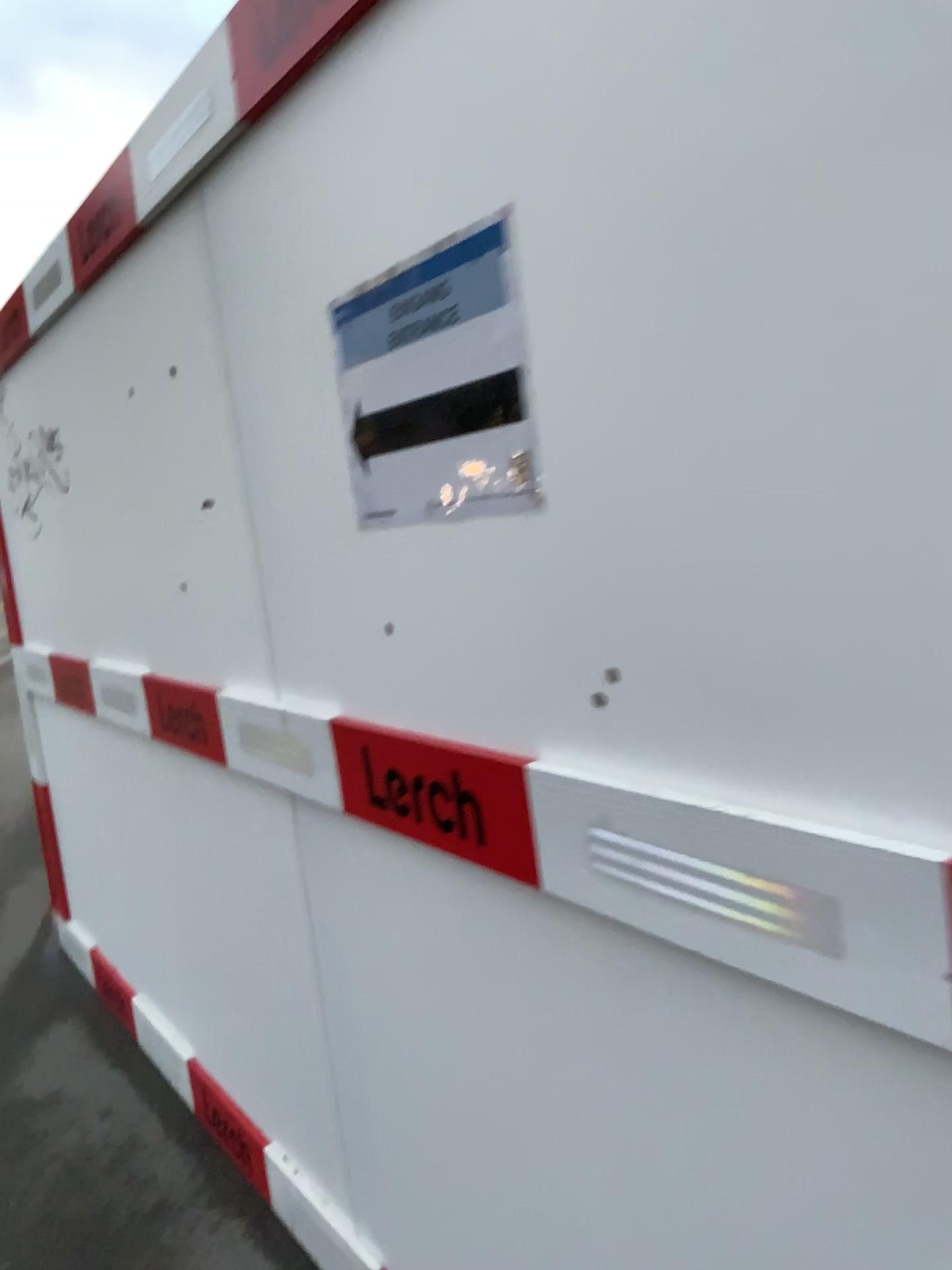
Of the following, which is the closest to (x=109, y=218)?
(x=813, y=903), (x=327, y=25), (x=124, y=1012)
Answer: (x=327, y=25)

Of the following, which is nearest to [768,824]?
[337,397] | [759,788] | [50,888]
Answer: [759,788]

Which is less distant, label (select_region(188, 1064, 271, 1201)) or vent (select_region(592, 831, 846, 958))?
vent (select_region(592, 831, 846, 958))

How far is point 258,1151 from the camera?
2.3m

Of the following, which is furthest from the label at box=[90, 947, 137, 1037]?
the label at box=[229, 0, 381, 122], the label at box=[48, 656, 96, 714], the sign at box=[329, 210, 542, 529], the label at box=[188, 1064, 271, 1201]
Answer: the label at box=[229, 0, 381, 122]

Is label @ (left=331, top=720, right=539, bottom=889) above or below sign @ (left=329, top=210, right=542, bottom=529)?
below

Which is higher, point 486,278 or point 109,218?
point 109,218

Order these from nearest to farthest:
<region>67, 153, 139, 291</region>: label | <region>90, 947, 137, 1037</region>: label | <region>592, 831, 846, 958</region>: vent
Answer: <region>592, 831, 846, 958</region>: vent
<region>67, 153, 139, 291</region>: label
<region>90, 947, 137, 1037</region>: label

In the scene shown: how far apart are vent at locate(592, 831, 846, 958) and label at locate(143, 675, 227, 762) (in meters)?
1.15

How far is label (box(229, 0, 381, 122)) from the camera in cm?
129
